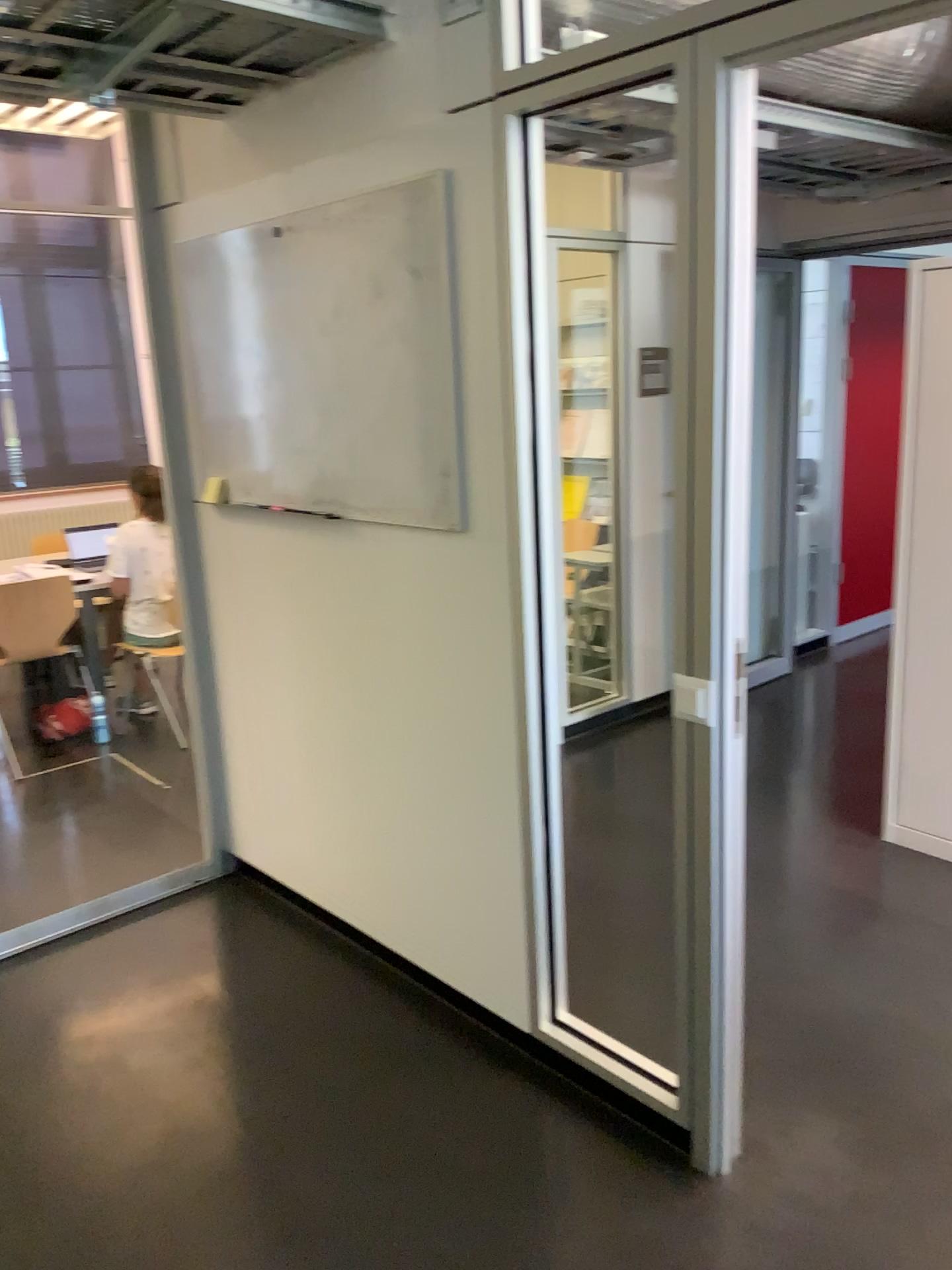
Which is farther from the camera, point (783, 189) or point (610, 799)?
point (783, 189)
